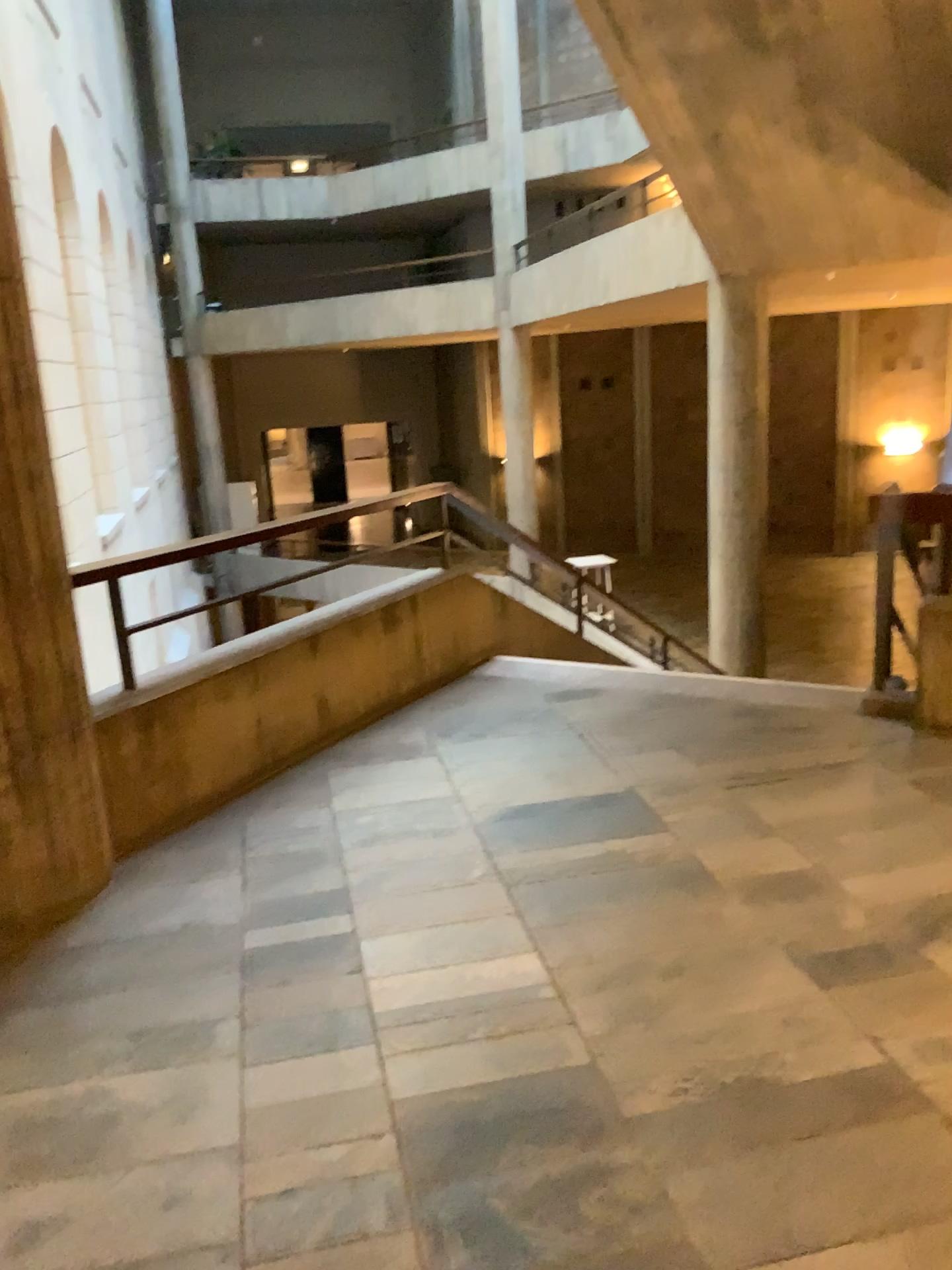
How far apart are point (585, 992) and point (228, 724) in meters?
1.9

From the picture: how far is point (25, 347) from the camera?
2.8m

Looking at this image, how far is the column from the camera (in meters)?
2.83
